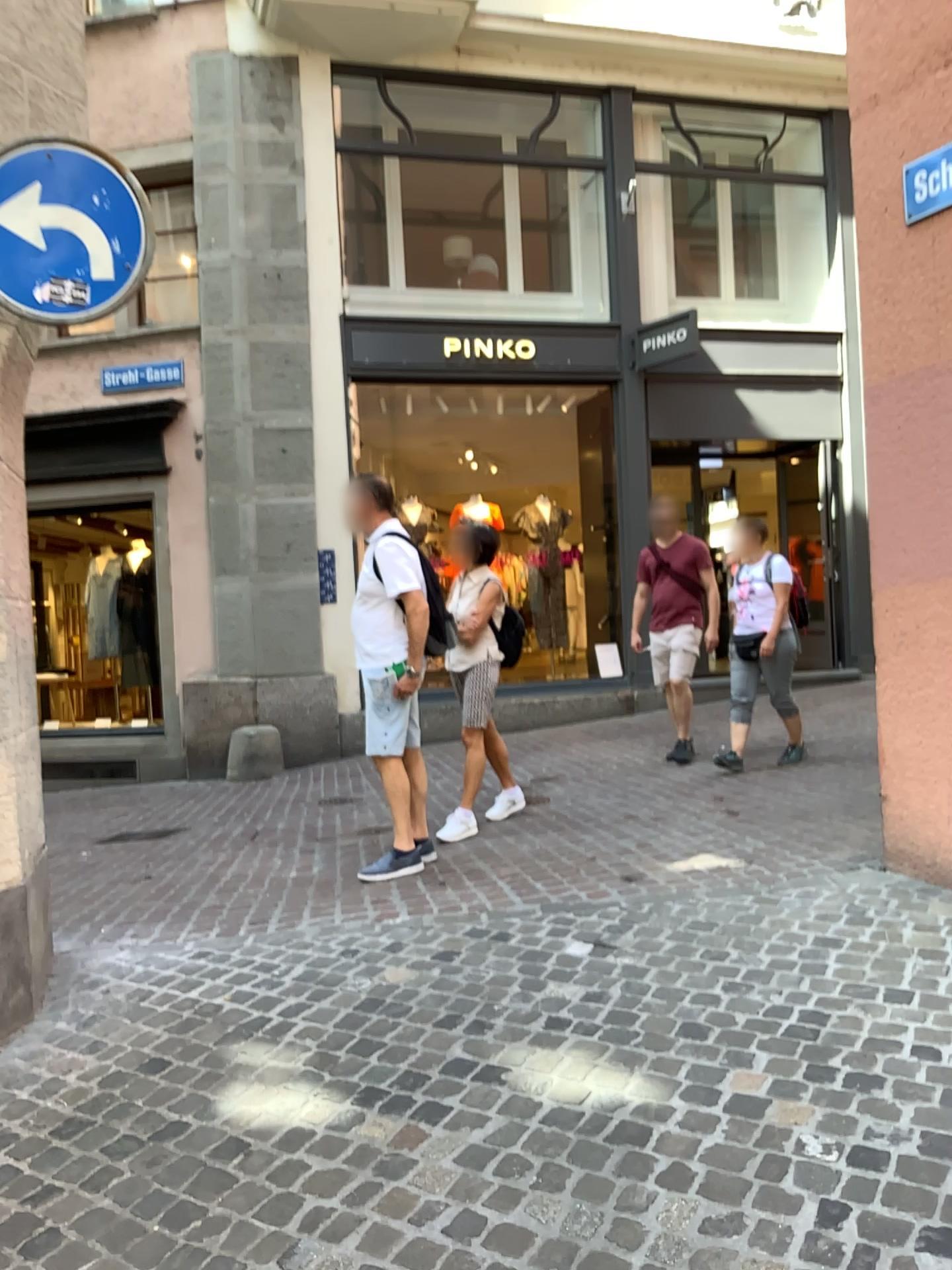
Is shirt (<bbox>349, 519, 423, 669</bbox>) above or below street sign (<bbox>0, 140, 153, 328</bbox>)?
below

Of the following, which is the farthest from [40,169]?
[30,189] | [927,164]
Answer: [927,164]

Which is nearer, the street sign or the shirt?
the street sign

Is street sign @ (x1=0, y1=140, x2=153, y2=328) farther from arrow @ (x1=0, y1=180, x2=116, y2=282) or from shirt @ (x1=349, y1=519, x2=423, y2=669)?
shirt @ (x1=349, y1=519, x2=423, y2=669)

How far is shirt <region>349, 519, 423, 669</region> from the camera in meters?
4.7 m

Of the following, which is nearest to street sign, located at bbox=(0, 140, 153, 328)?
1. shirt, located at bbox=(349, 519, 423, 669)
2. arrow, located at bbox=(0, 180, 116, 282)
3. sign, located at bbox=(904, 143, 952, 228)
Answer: arrow, located at bbox=(0, 180, 116, 282)

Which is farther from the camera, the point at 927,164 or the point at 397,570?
the point at 397,570

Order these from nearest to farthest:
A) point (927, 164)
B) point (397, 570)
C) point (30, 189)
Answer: point (30, 189) < point (927, 164) < point (397, 570)

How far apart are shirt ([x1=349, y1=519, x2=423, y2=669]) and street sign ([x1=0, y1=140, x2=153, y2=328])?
1.8m

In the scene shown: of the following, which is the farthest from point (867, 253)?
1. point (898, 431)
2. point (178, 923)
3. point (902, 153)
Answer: point (178, 923)
